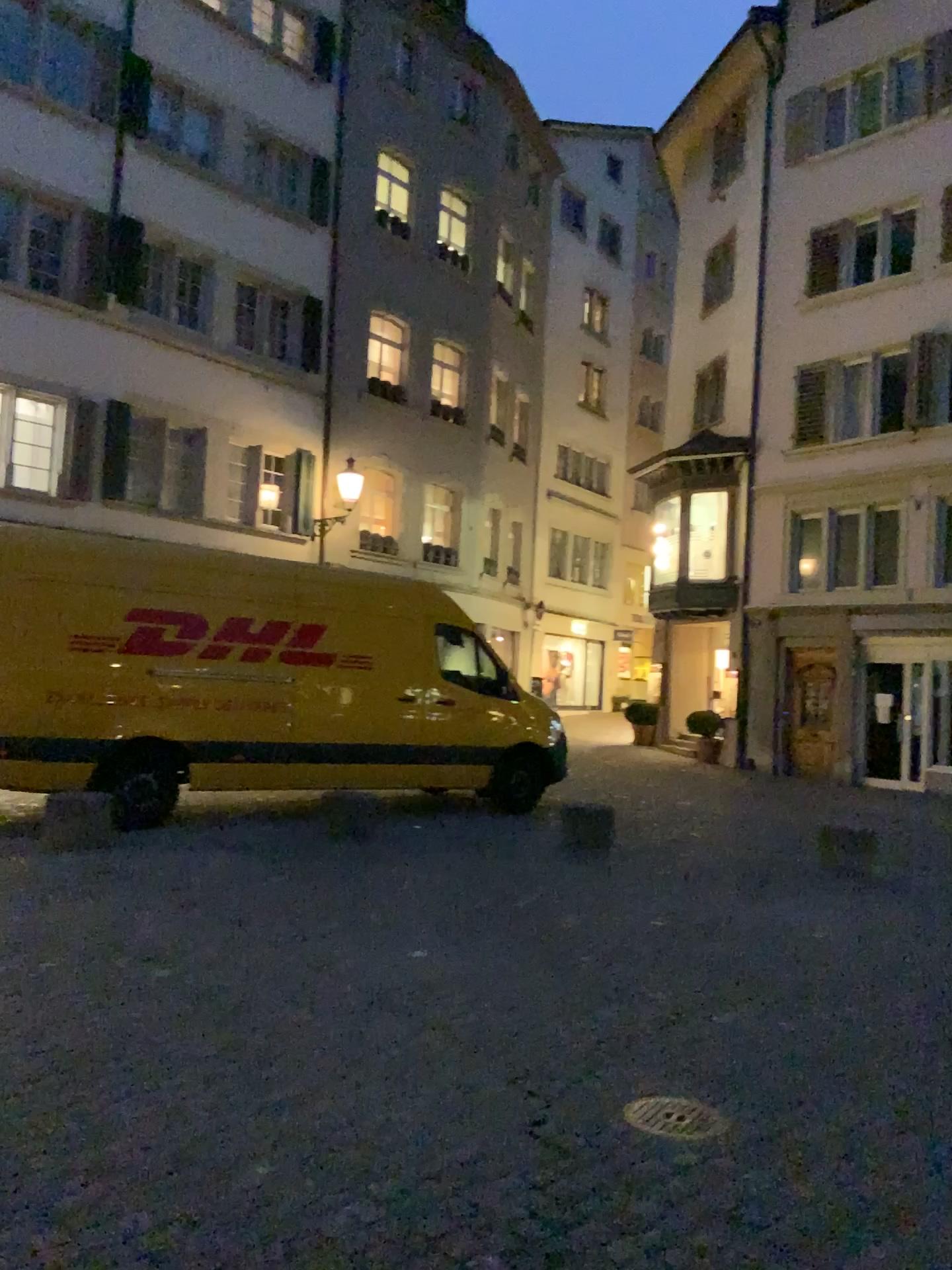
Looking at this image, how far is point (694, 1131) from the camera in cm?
324

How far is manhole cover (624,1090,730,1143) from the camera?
3.2m

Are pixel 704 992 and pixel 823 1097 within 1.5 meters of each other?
yes
